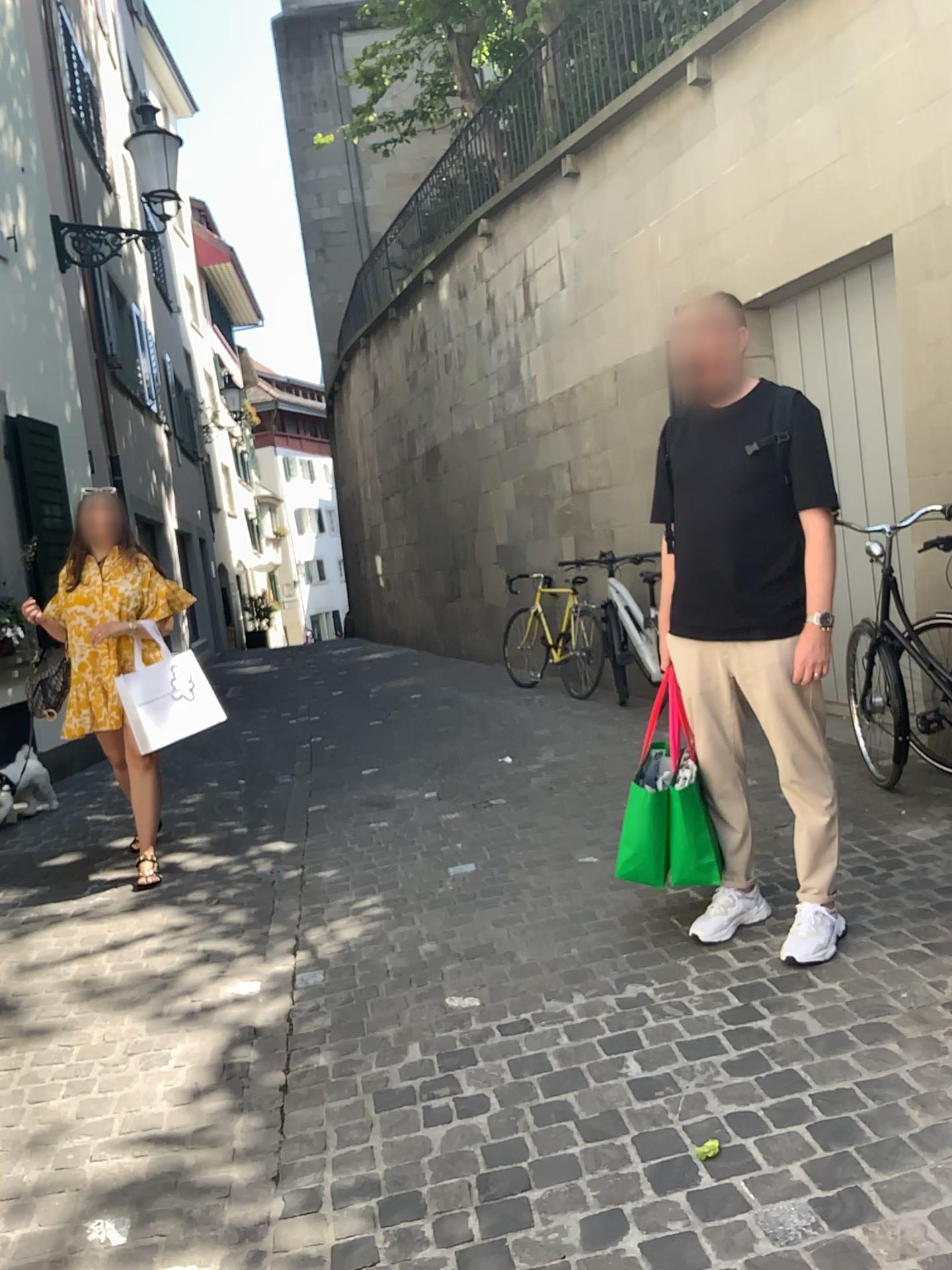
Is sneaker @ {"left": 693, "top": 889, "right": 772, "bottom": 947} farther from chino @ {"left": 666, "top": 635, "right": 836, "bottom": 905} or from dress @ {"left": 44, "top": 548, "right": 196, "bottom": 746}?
dress @ {"left": 44, "top": 548, "right": 196, "bottom": 746}

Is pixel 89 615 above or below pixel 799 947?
above

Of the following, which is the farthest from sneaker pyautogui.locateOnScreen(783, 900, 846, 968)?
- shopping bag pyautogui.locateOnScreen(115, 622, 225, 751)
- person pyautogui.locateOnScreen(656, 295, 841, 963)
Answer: shopping bag pyautogui.locateOnScreen(115, 622, 225, 751)

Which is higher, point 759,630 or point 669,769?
point 759,630

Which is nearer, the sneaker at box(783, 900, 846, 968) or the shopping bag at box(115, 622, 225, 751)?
the sneaker at box(783, 900, 846, 968)

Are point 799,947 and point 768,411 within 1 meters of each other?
no

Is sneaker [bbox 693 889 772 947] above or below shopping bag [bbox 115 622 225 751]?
below

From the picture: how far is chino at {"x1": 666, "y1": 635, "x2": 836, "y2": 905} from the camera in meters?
3.0

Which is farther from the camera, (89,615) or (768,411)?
(89,615)
